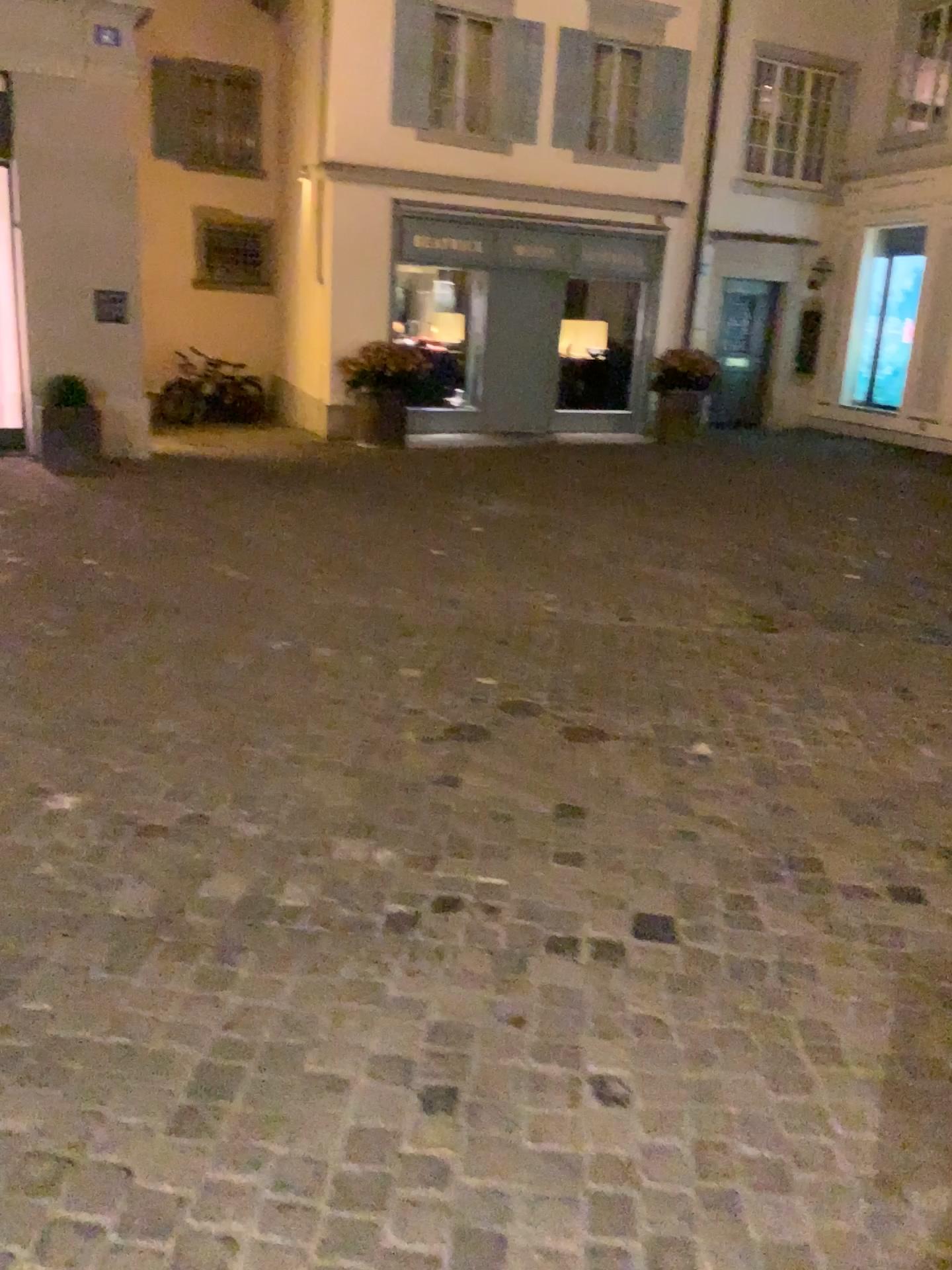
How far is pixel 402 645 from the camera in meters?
4.6
